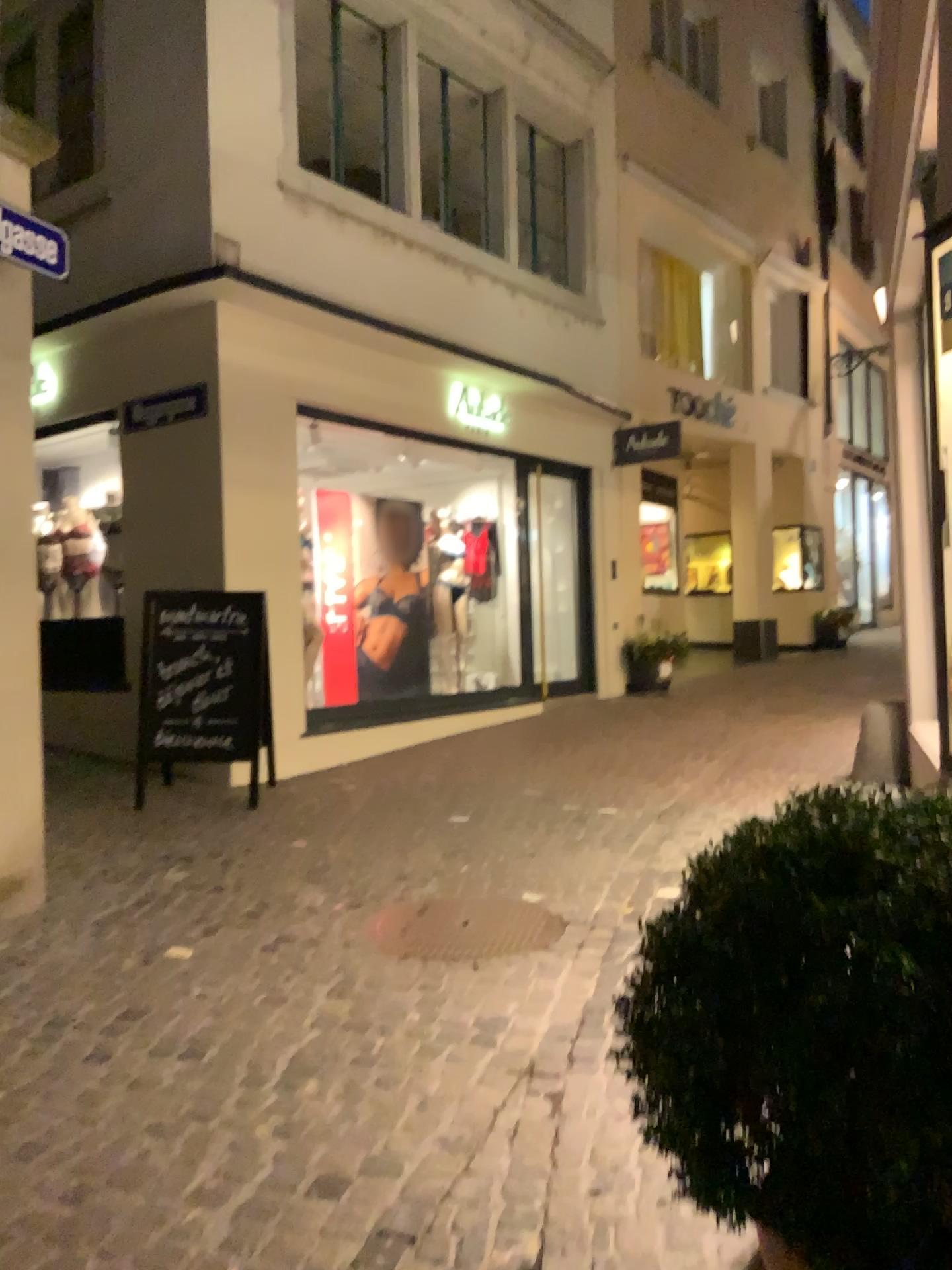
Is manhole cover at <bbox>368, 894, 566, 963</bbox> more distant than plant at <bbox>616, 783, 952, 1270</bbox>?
Yes

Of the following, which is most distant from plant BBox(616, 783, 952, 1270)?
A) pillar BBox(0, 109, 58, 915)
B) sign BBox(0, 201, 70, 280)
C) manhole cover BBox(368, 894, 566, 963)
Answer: sign BBox(0, 201, 70, 280)

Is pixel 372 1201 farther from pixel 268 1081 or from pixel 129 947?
pixel 129 947

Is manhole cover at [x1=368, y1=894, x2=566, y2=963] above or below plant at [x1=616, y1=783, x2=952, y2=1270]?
below

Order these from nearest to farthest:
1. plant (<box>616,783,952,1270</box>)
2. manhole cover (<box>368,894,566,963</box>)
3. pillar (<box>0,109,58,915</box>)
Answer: plant (<box>616,783,952,1270</box>) < manhole cover (<box>368,894,566,963</box>) < pillar (<box>0,109,58,915</box>)

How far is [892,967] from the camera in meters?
1.0 m

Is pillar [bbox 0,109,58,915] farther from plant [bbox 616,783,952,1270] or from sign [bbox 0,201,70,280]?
plant [bbox 616,783,952,1270]

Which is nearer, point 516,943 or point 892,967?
point 892,967

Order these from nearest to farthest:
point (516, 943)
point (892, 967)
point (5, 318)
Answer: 1. point (892, 967)
2. point (516, 943)
3. point (5, 318)

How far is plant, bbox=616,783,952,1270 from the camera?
1.0m
